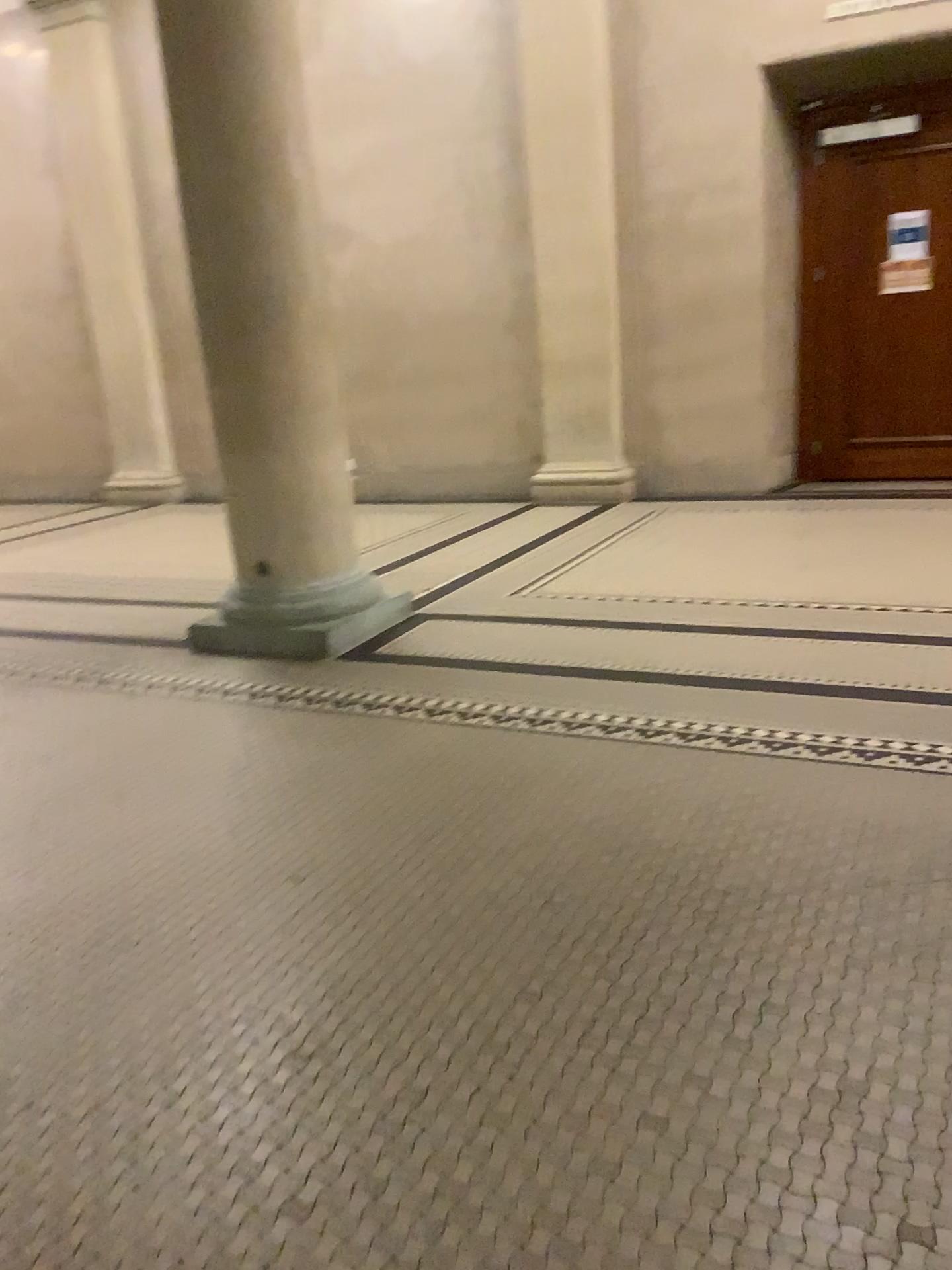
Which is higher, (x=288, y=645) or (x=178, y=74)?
(x=178, y=74)

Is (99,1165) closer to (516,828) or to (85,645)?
(516,828)
